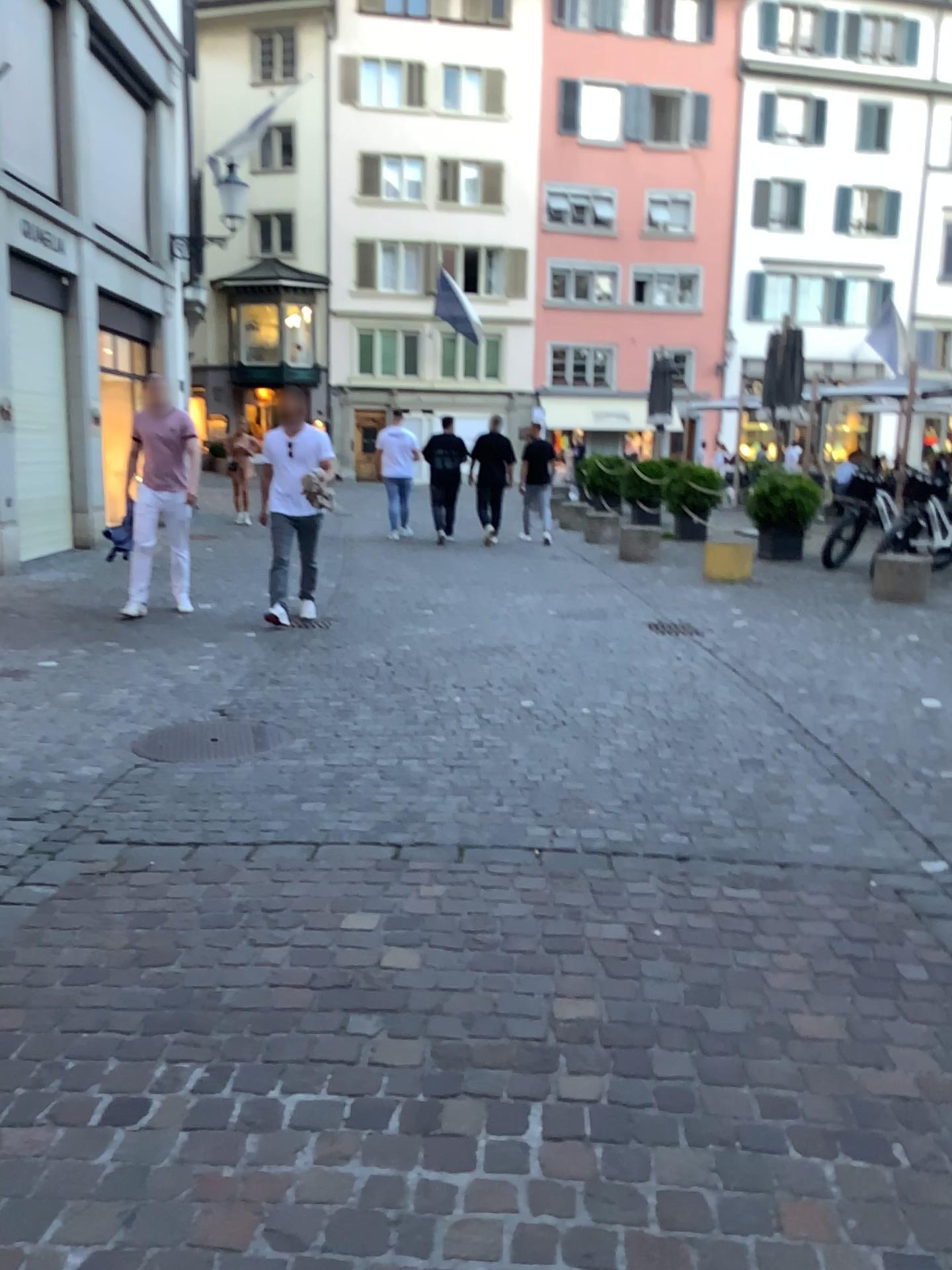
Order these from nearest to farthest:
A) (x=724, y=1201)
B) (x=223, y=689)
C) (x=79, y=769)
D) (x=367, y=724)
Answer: (x=724, y=1201)
(x=79, y=769)
(x=367, y=724)
(x=223, y=689)

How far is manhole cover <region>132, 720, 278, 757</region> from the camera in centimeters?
445cm

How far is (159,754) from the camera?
4.45m
